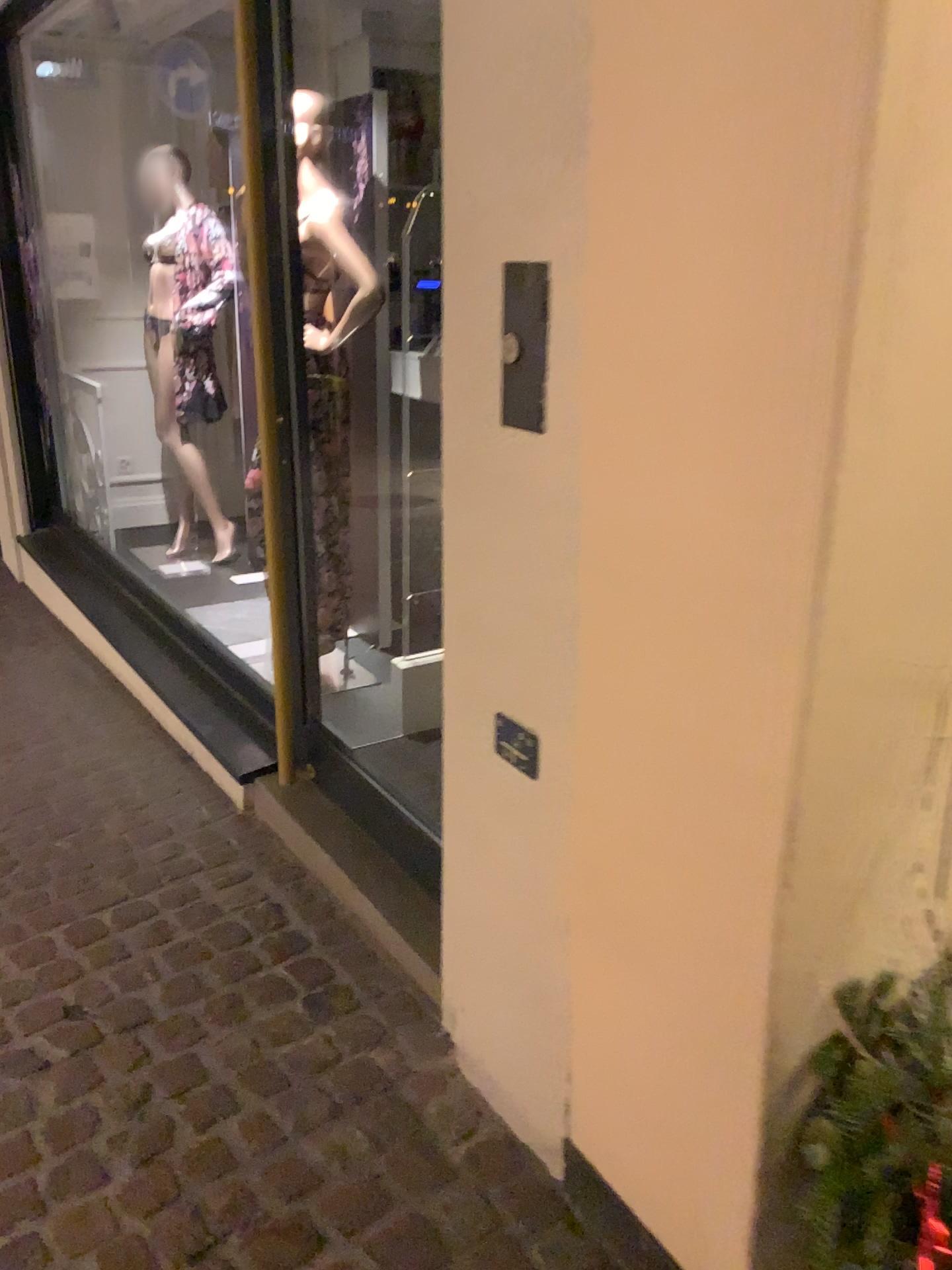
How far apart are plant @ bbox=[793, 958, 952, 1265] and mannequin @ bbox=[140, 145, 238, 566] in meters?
3.9 m

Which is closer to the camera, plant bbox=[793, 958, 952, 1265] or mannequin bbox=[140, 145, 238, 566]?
plant bbox=[793, 958, 952, 1265]

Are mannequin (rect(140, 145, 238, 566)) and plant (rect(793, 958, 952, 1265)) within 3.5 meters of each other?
no

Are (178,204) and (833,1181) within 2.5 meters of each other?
no

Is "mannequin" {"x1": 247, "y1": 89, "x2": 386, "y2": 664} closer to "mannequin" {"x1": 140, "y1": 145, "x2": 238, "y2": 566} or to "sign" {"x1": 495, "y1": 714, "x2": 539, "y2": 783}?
"sign" {"x1": 495, "y1": 714, "x2": 539, "y2": 783}

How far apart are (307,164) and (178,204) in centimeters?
244cm

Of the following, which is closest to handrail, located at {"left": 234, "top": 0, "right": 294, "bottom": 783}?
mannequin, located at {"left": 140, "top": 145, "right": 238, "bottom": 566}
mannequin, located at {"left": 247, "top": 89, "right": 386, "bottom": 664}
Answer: mannequin, located at {"left": 247, "top": 89, "right": 386, "bottom": 664}

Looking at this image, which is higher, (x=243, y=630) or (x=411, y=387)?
(x=411, y=387)

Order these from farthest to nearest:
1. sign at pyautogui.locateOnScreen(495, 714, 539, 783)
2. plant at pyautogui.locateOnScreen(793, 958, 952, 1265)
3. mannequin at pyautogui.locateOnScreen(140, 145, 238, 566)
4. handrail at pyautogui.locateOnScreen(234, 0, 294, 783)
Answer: mannequin at pyautogui.locateOnScreen(140, 145, 238, 566)
handrail at pyautogui.locateOnScreen(234, 0, 294, 783)
sign at pyautogui.locateOnScreen(495, 714, 539, 783)
plant at pyautogui.locateOnScreen(793, 958, 952, 1265)

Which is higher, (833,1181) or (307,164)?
(307,164)
